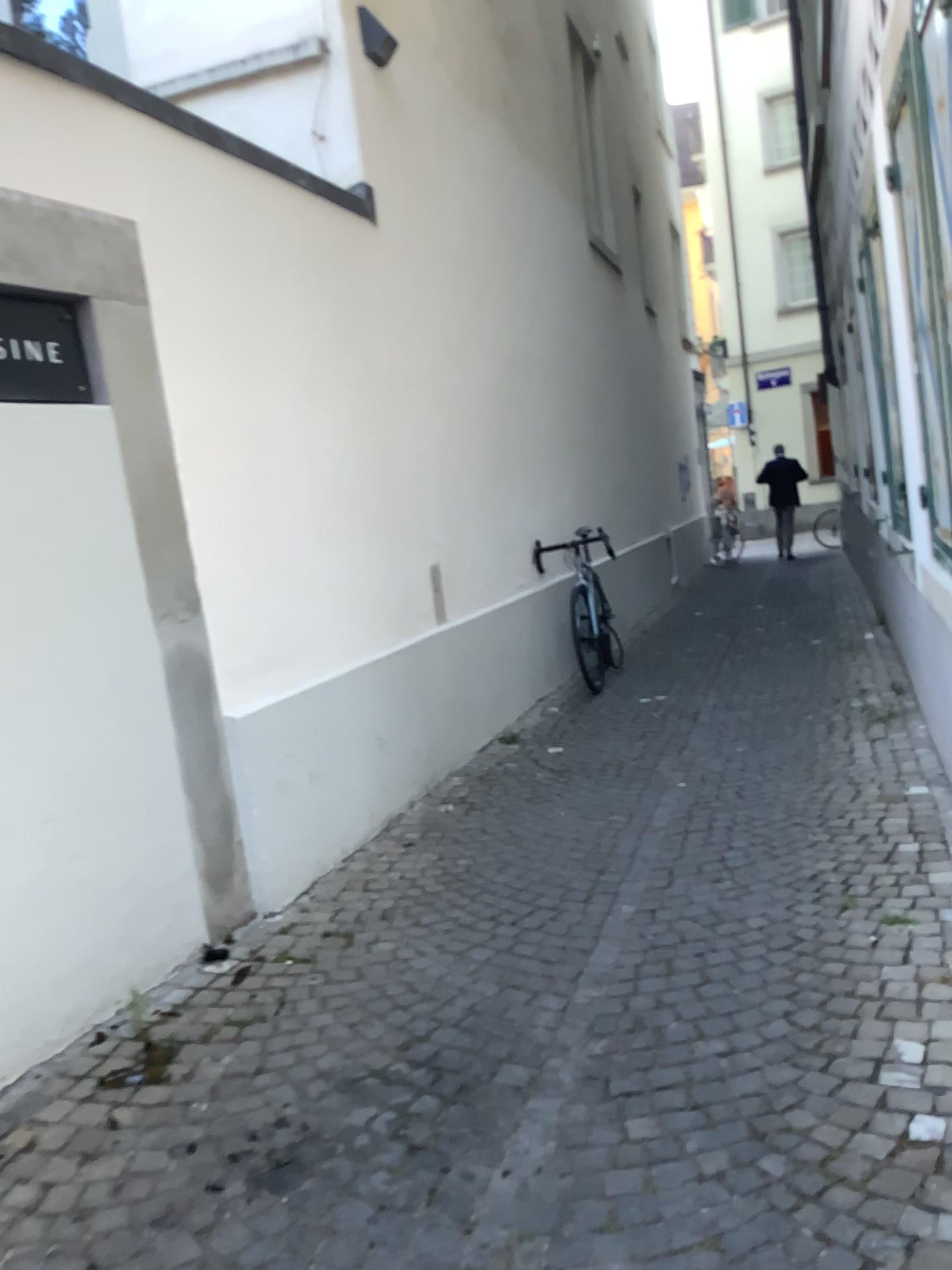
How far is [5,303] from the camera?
2.7 meters

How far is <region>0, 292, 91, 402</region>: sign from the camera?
2.7 meters

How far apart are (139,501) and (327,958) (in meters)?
1.40
